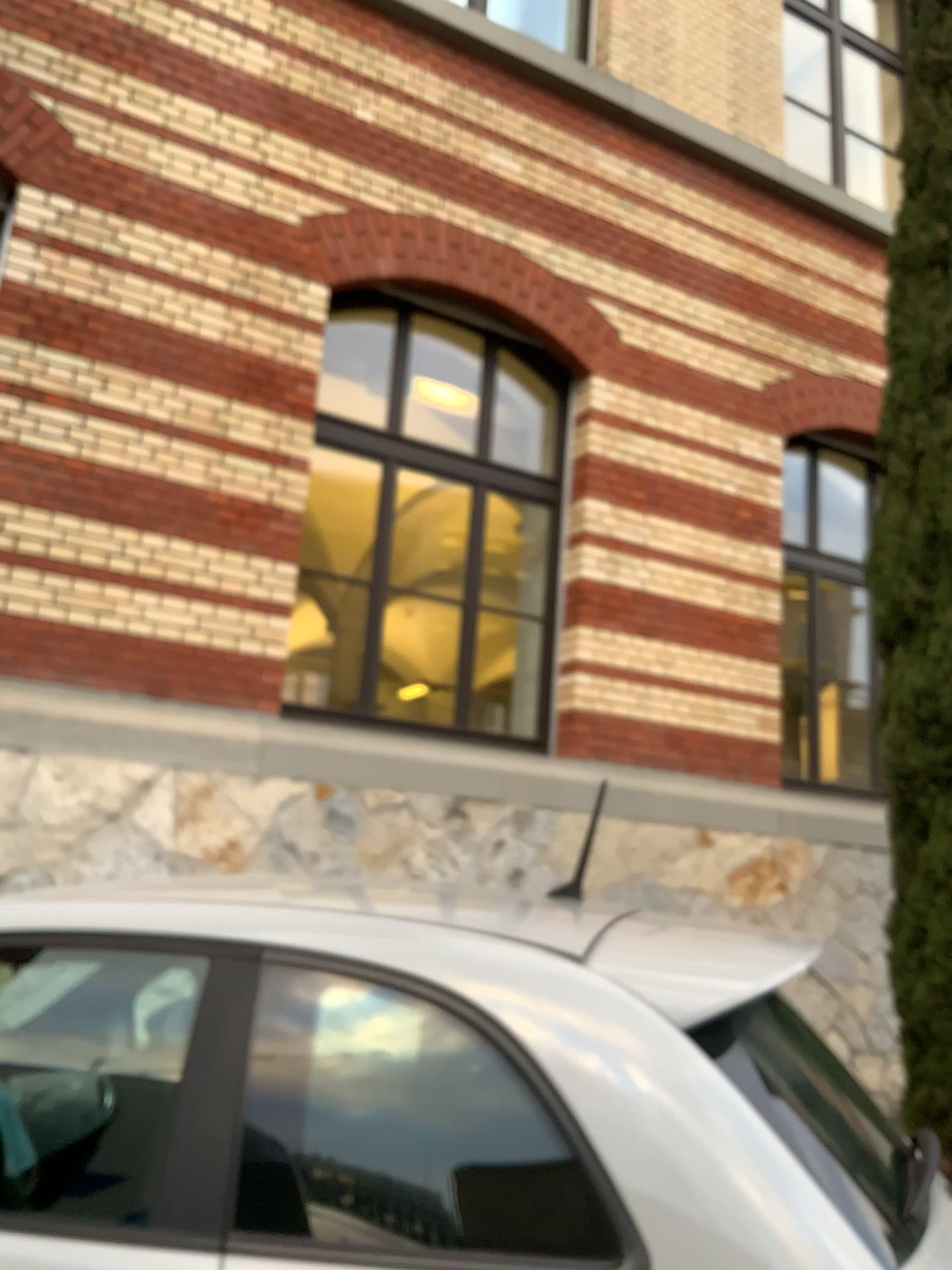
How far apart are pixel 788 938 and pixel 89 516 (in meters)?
4.09
